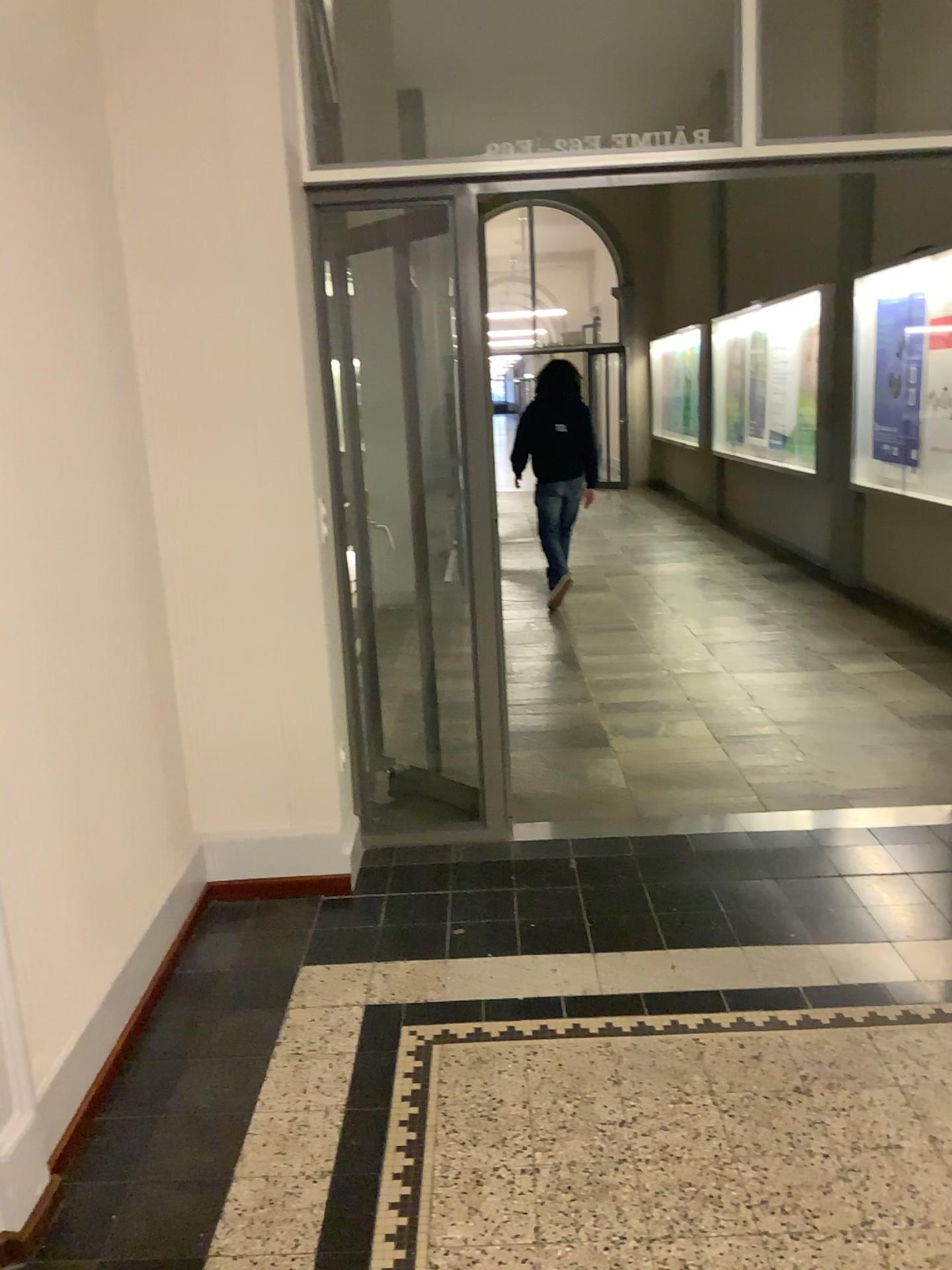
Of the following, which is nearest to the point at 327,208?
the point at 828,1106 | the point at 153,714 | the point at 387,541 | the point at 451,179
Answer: the point at 451,179

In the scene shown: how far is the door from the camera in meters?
3.2

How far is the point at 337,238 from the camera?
3.2 meters
